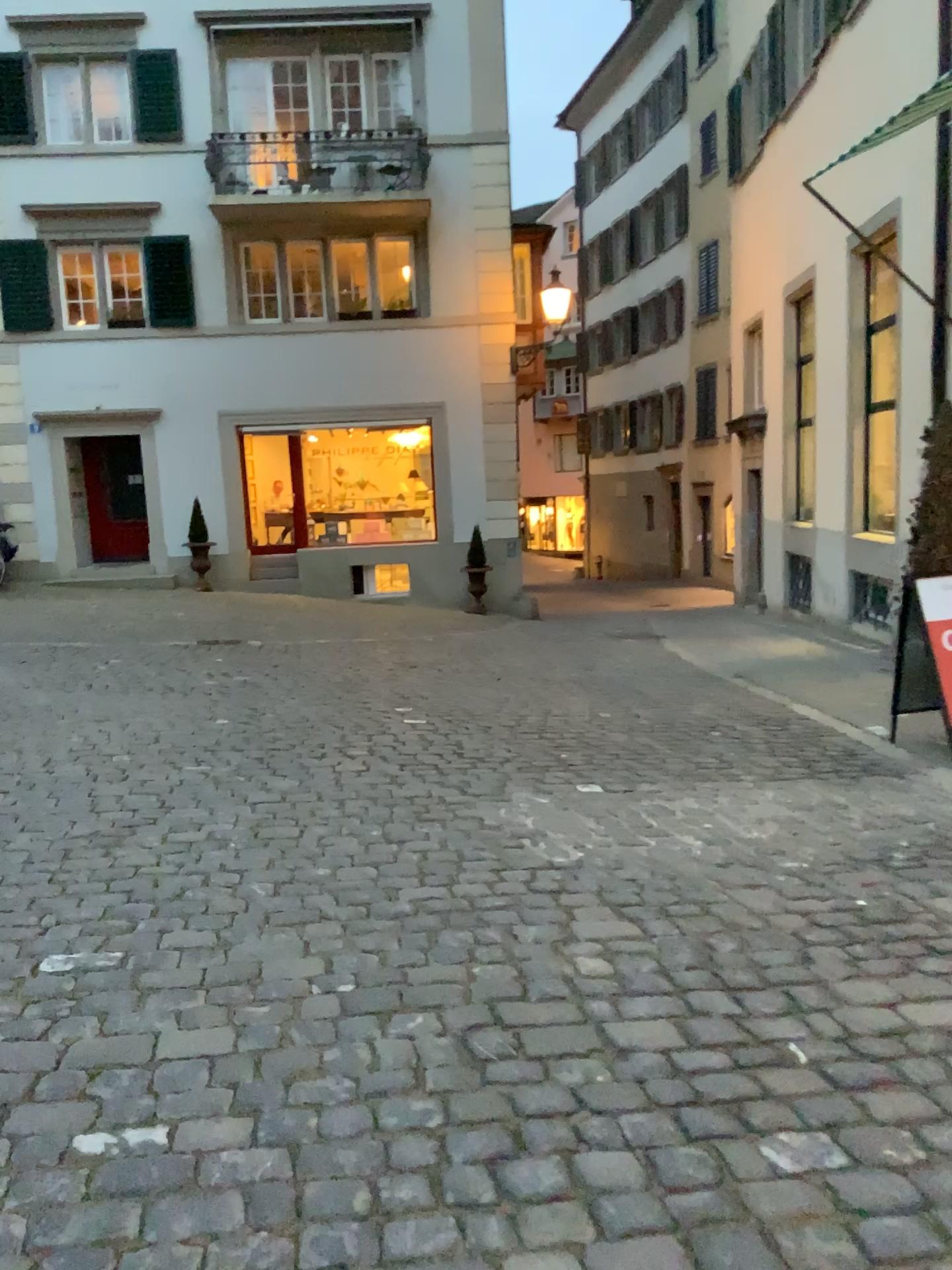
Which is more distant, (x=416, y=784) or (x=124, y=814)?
(x=416, y=784)
